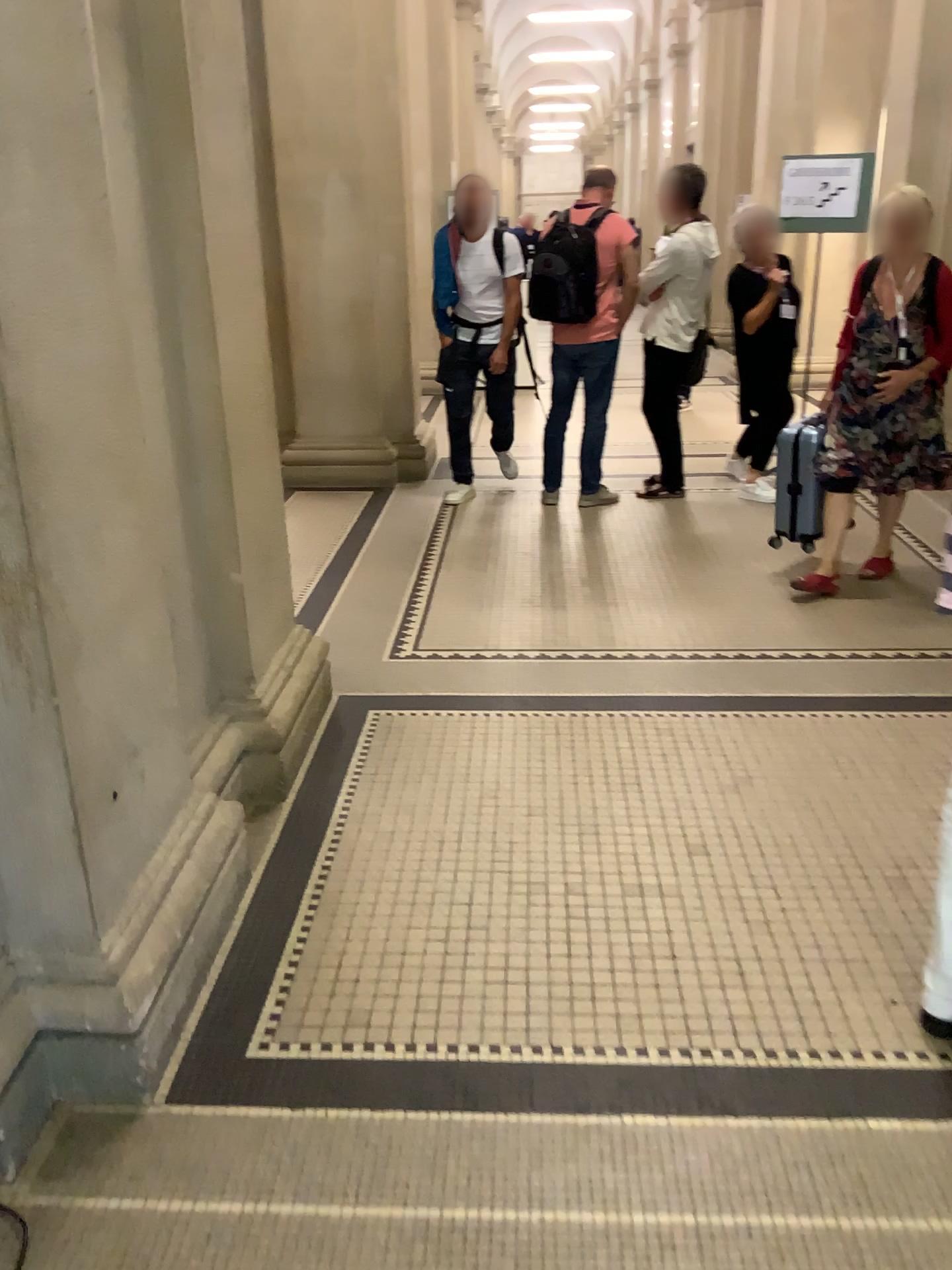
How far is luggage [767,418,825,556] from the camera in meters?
4.5

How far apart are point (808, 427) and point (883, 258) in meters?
0.7 m

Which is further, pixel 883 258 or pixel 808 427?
pixel 808 427

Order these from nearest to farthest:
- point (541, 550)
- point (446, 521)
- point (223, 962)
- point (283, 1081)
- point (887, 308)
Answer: point (283, 1081)
point (223, 962)
point (887, 308)
point (541, 550)
point (446, 521)

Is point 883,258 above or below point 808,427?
above

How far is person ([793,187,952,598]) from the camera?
4.1 meters

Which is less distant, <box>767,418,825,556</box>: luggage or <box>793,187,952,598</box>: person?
<box>793,187,952,598</box>: person
